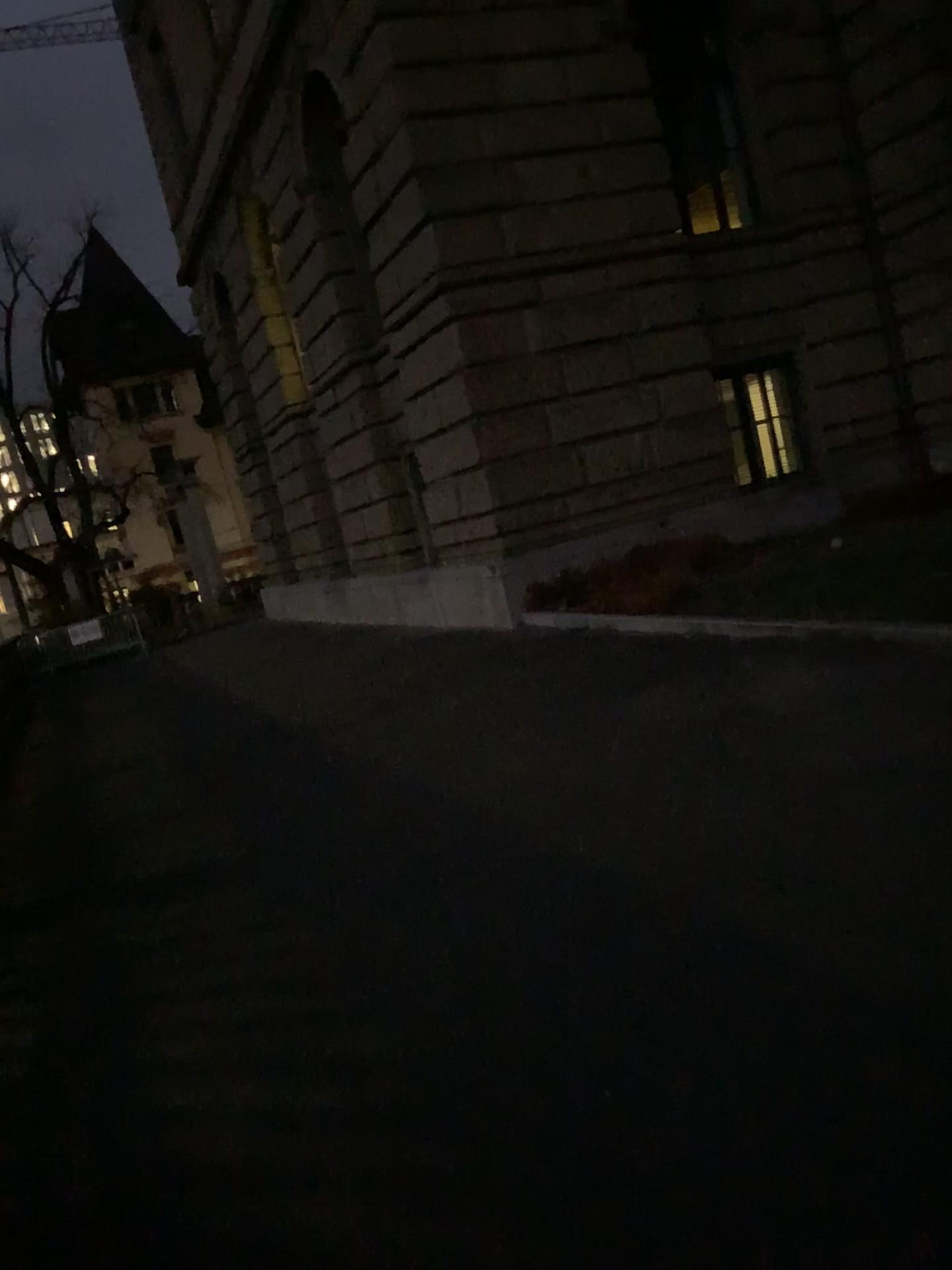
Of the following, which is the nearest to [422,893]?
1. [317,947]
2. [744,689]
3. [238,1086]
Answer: [317,947]
